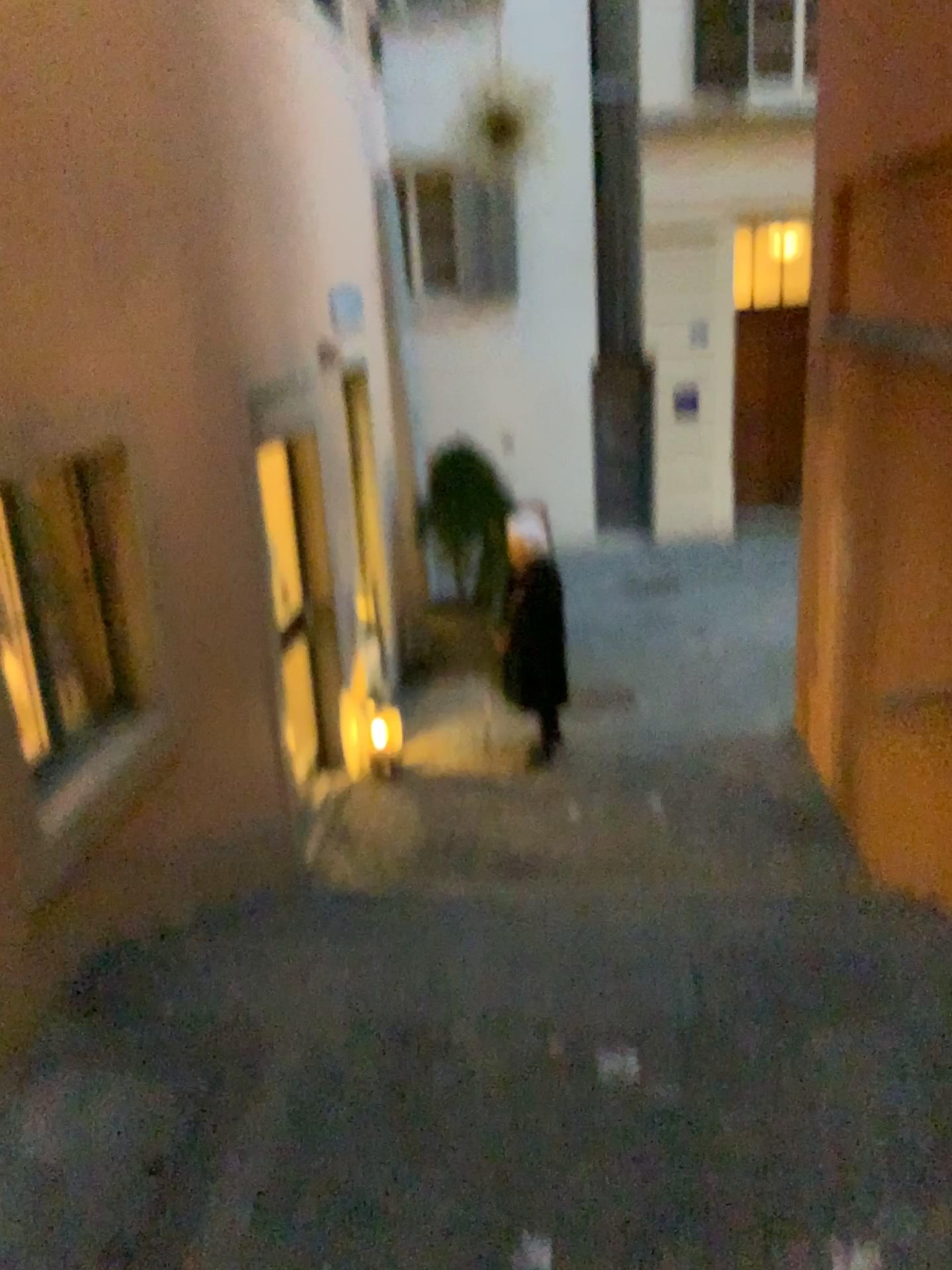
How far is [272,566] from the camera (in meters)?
5.03

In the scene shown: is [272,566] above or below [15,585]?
below

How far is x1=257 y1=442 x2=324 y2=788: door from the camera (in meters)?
5.03

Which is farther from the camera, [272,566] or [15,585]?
[272,566]

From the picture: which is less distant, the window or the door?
the window

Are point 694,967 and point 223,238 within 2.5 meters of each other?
no
